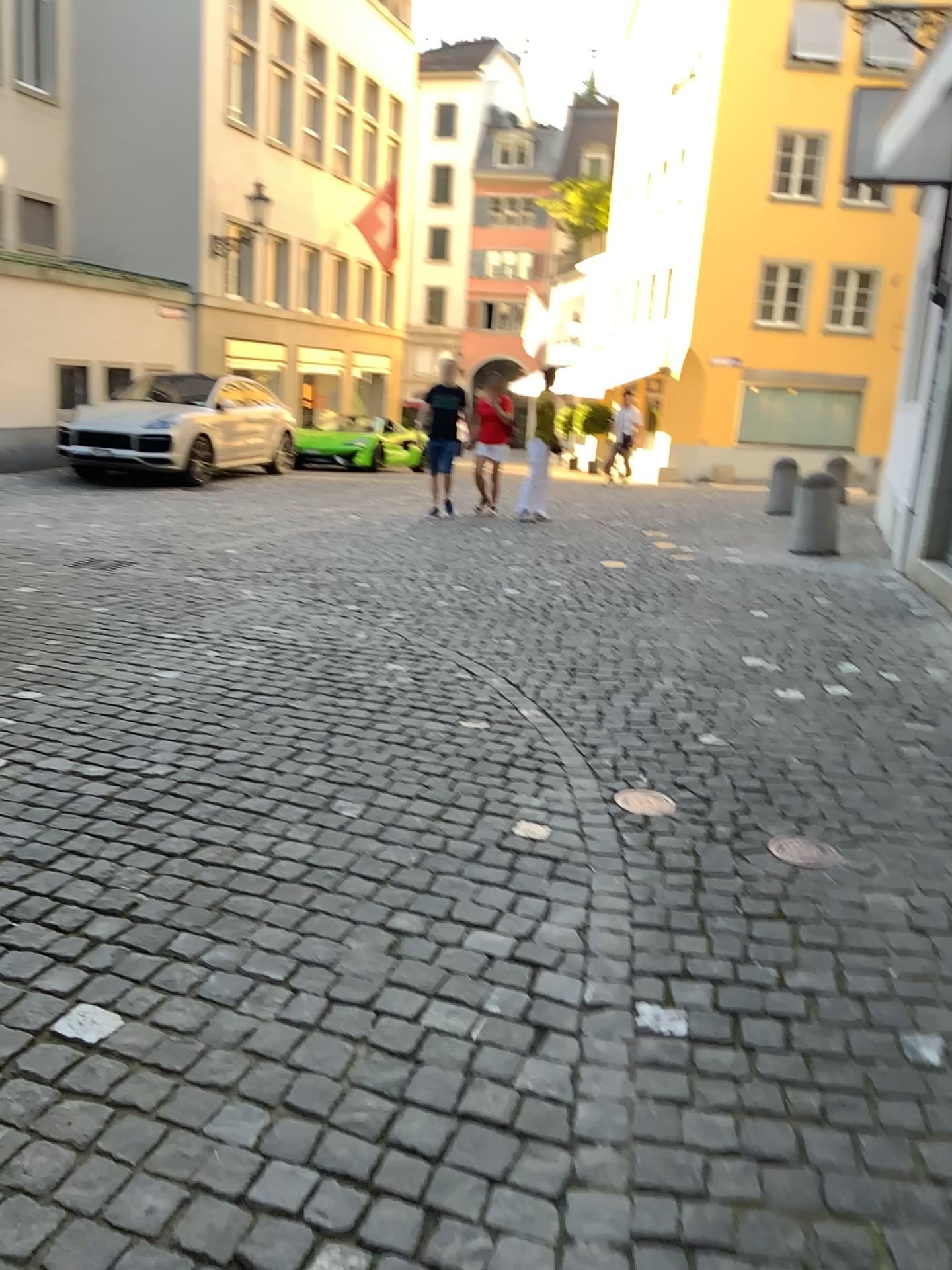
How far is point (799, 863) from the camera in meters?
2.9

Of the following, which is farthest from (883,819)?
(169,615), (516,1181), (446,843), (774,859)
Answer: (169,615)

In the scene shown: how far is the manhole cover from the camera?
2.90m
